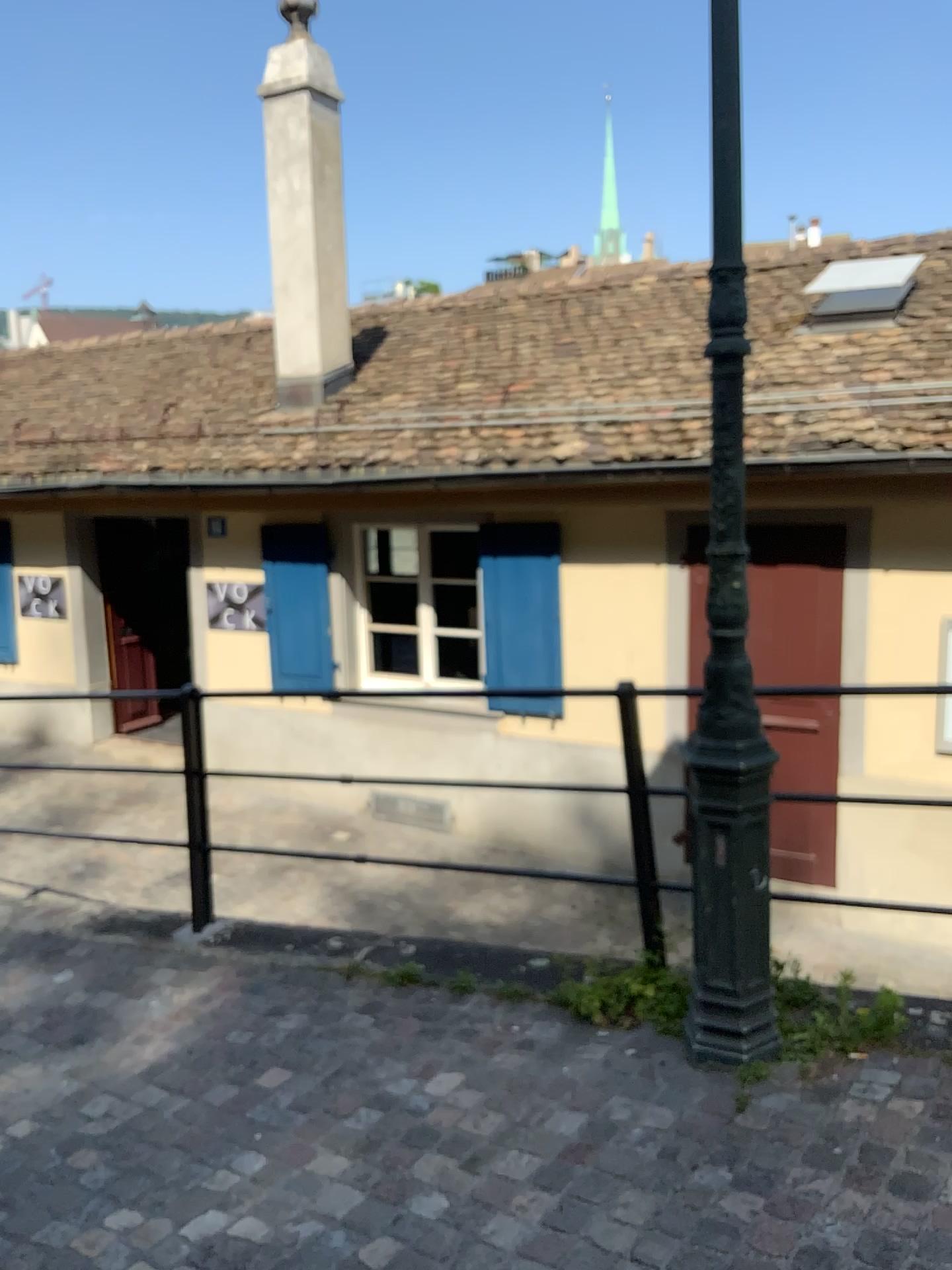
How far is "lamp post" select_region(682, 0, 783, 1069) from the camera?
2.76m

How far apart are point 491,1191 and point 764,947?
1.0 meters

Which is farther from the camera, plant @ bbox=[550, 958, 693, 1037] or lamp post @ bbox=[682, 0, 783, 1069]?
plant @ bbox=[550, 958, 693, 1037]

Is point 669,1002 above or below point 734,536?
below

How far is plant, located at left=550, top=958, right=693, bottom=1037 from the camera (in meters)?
3.15

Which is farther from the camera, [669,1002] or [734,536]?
[669,1002]

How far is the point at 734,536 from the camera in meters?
2.8
